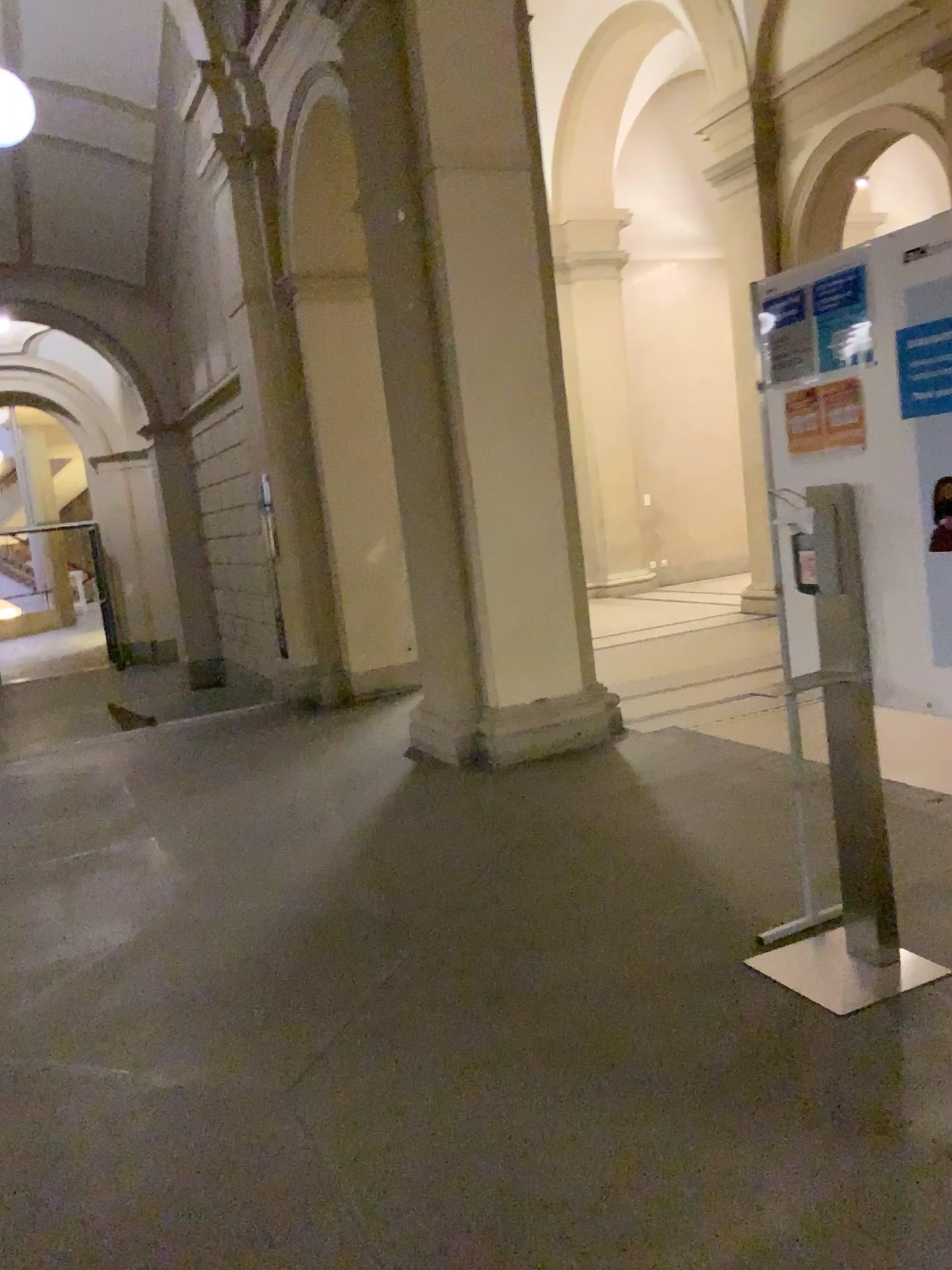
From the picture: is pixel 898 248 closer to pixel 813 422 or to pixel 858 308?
pixel 858 308

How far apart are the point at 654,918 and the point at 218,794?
3.0m

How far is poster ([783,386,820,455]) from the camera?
2.9 meters

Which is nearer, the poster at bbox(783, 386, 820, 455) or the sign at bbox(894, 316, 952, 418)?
the sign at bbox(894, 316, 952, 418)

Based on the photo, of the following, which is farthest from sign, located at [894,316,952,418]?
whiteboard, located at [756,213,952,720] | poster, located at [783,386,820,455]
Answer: poster, located at [783,386,820,455]

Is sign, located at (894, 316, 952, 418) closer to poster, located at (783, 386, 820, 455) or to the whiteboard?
the whiteboard

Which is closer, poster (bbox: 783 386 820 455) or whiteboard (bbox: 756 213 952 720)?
whiteboard (bbox: 756 213 952 720)

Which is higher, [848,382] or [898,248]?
[898,248]

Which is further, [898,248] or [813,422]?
[813,422]
